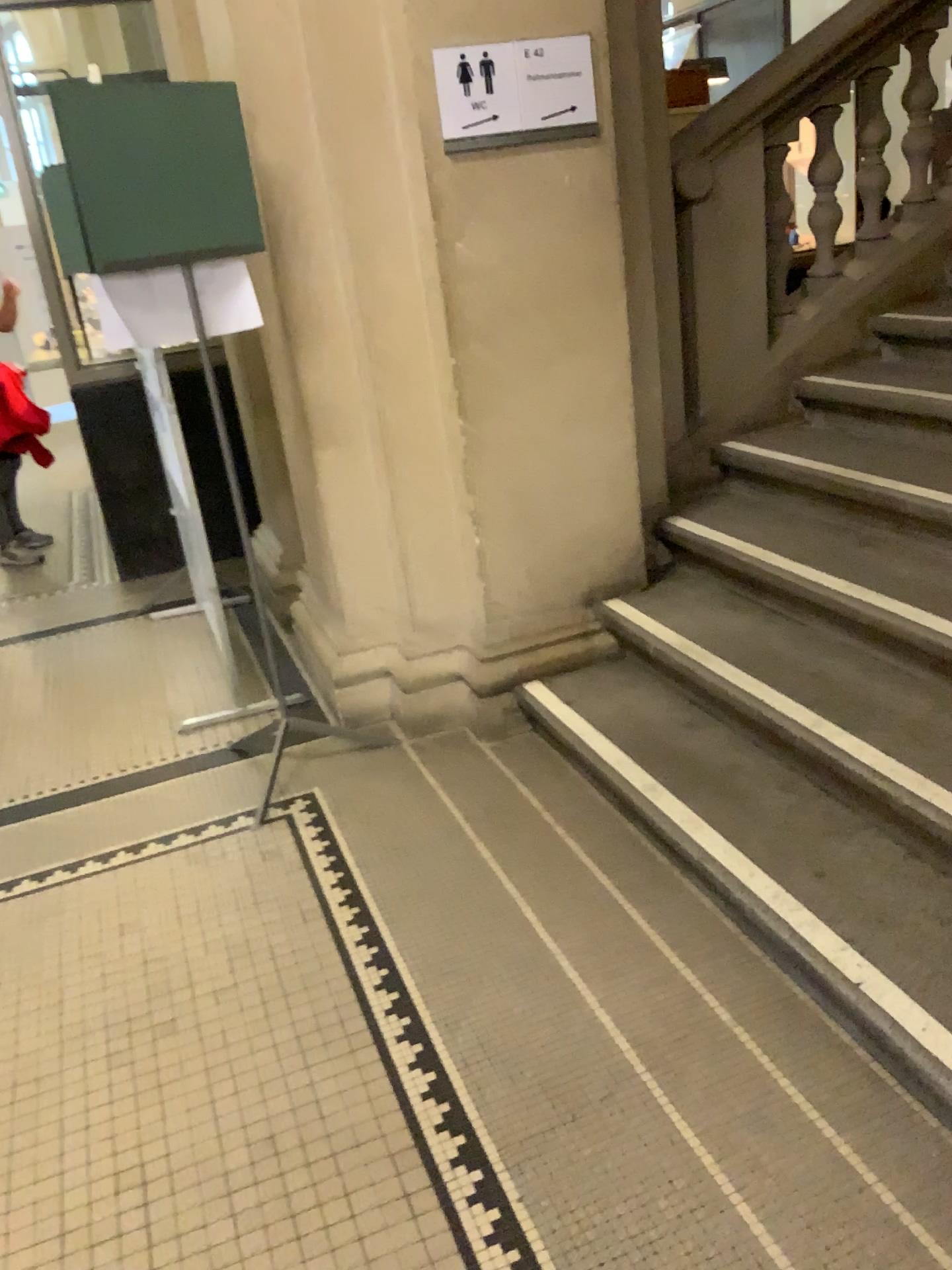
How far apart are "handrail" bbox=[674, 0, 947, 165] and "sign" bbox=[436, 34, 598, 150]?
0.66m

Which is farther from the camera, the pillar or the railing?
the railing

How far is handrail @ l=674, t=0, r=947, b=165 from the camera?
3.3 meters

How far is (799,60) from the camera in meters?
3.3

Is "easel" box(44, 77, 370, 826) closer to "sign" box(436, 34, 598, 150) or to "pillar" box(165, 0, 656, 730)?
"pillar" box(165, 0, 656, 730)

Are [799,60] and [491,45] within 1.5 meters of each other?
yes

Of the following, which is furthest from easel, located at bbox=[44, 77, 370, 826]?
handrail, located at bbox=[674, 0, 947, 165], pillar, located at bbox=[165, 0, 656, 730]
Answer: handrail, located at bbox=[674, 0, 947, 165]

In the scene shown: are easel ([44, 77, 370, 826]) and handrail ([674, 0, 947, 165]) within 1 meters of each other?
no

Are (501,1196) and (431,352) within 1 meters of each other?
no

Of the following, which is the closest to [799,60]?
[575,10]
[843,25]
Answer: [843,25]
